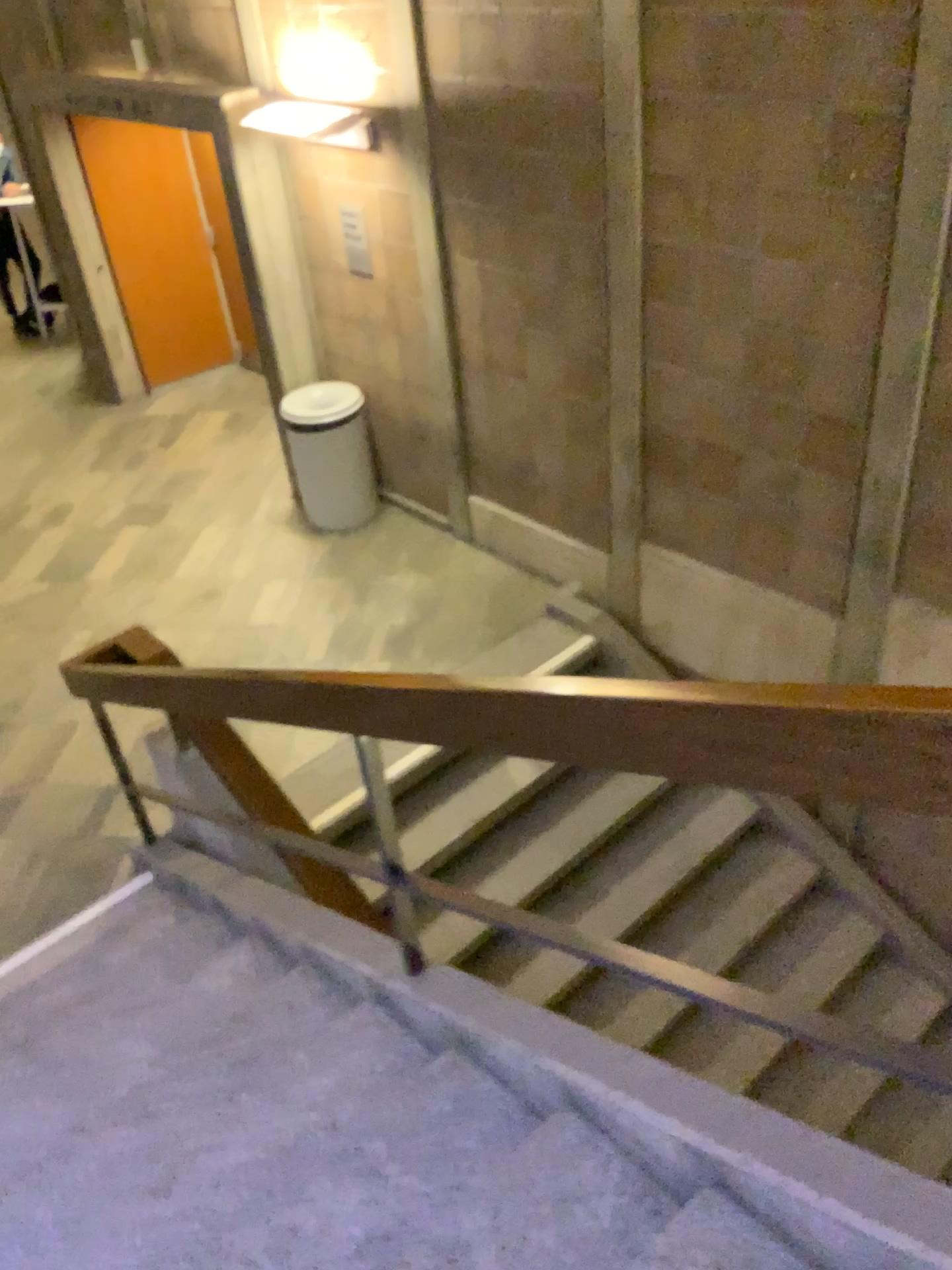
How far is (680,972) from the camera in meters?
1.6
